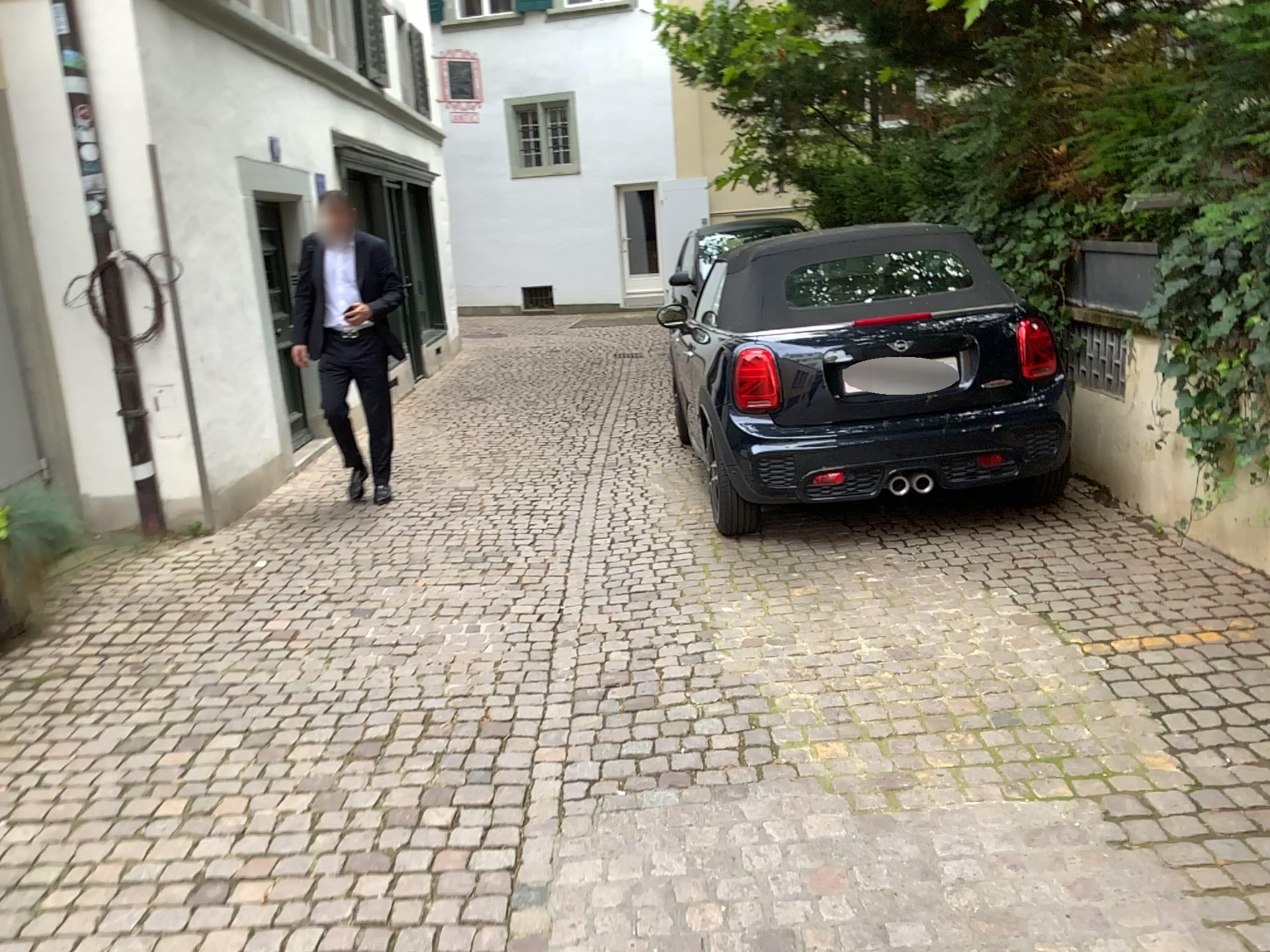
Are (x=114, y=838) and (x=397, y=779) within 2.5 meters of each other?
yes
